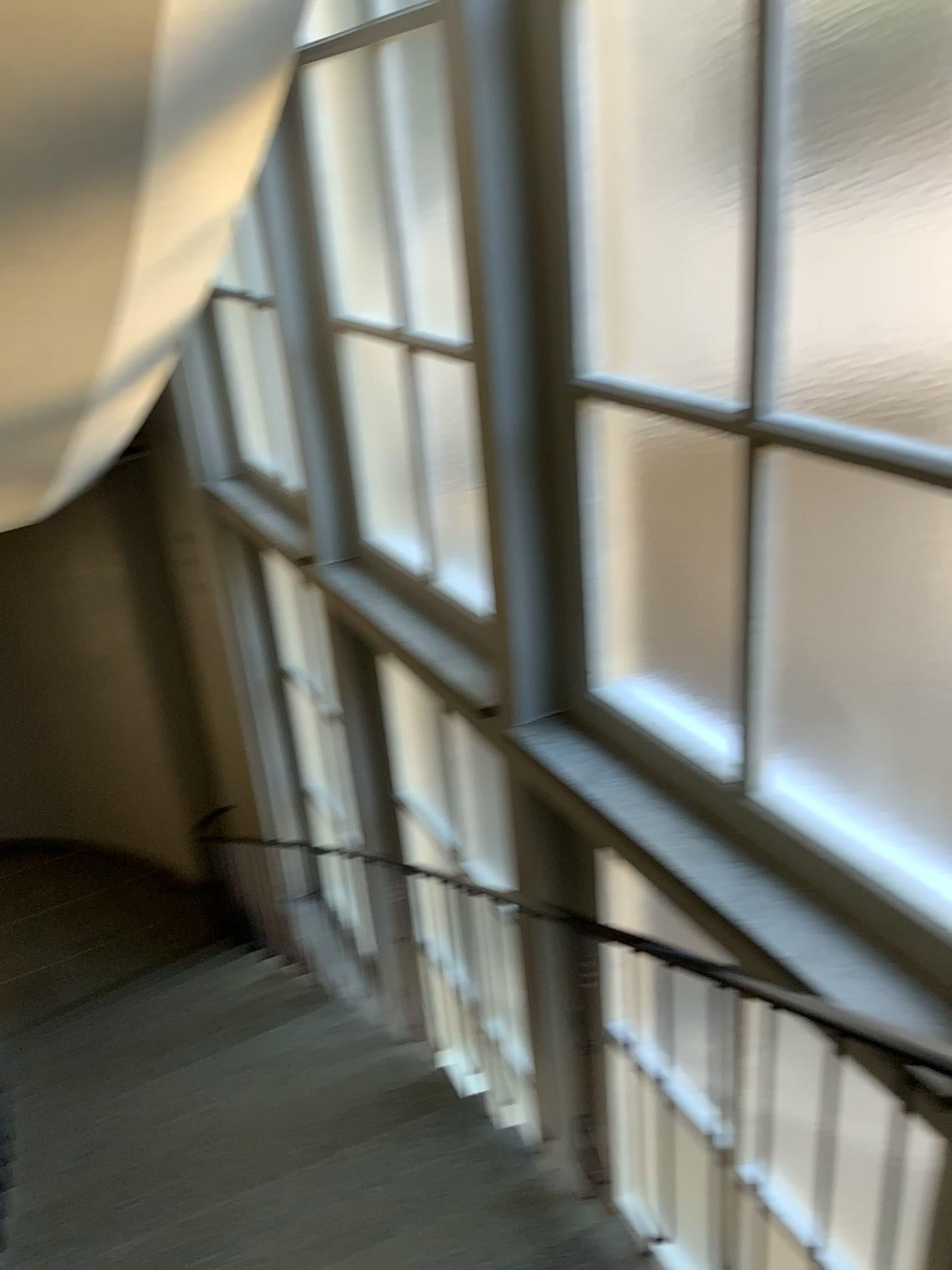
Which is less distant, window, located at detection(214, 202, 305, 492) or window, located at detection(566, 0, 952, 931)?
window, located at detection(566, 0, 952, 931)

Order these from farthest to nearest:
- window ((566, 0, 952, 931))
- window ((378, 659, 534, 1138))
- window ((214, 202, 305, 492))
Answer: window ((214, 202, 305, 492))
window ((378, 659, 534, 1138))
window ((566, 0, 952, 931))

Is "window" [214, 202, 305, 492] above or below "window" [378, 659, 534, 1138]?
above

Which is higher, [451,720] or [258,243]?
[258,243]

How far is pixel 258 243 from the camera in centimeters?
386cm

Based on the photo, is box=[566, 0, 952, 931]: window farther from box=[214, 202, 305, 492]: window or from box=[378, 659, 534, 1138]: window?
box=[214, 202, 305, 492]: window

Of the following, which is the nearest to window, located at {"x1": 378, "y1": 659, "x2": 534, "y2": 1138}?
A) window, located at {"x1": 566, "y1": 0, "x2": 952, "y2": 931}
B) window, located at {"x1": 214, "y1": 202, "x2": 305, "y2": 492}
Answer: window, located at {"x1": 566, "y1": 0, "x2": 952, "y2": 931}

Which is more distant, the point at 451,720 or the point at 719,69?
the point at 451,720

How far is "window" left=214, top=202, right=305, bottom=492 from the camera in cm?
386

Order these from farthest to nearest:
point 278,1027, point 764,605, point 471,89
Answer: point 278,1027 < point 471,89 < point 764,605
